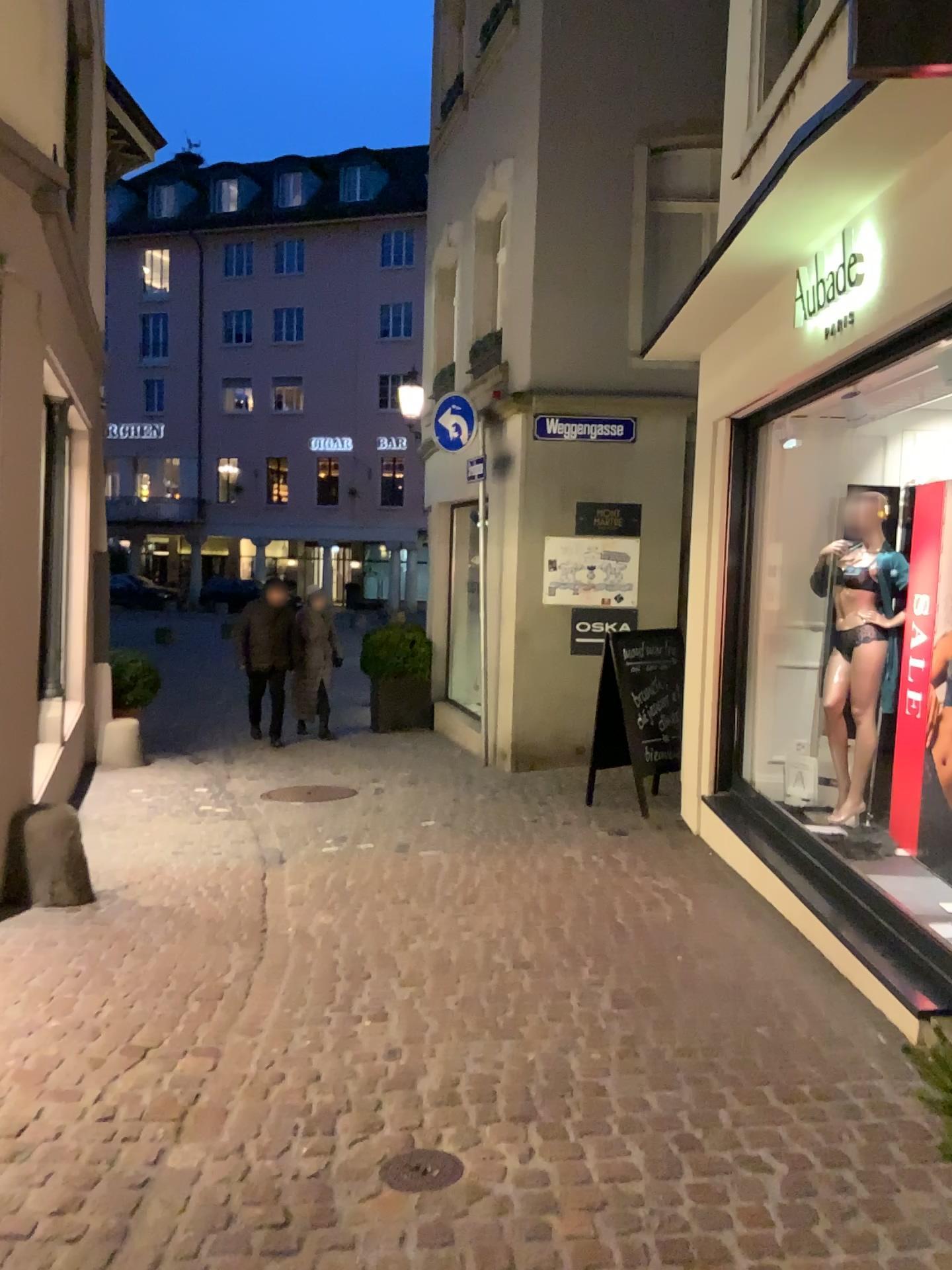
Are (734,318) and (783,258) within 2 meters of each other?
yes

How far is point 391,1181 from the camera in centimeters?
252cm

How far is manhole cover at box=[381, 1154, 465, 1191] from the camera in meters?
2.5 m
